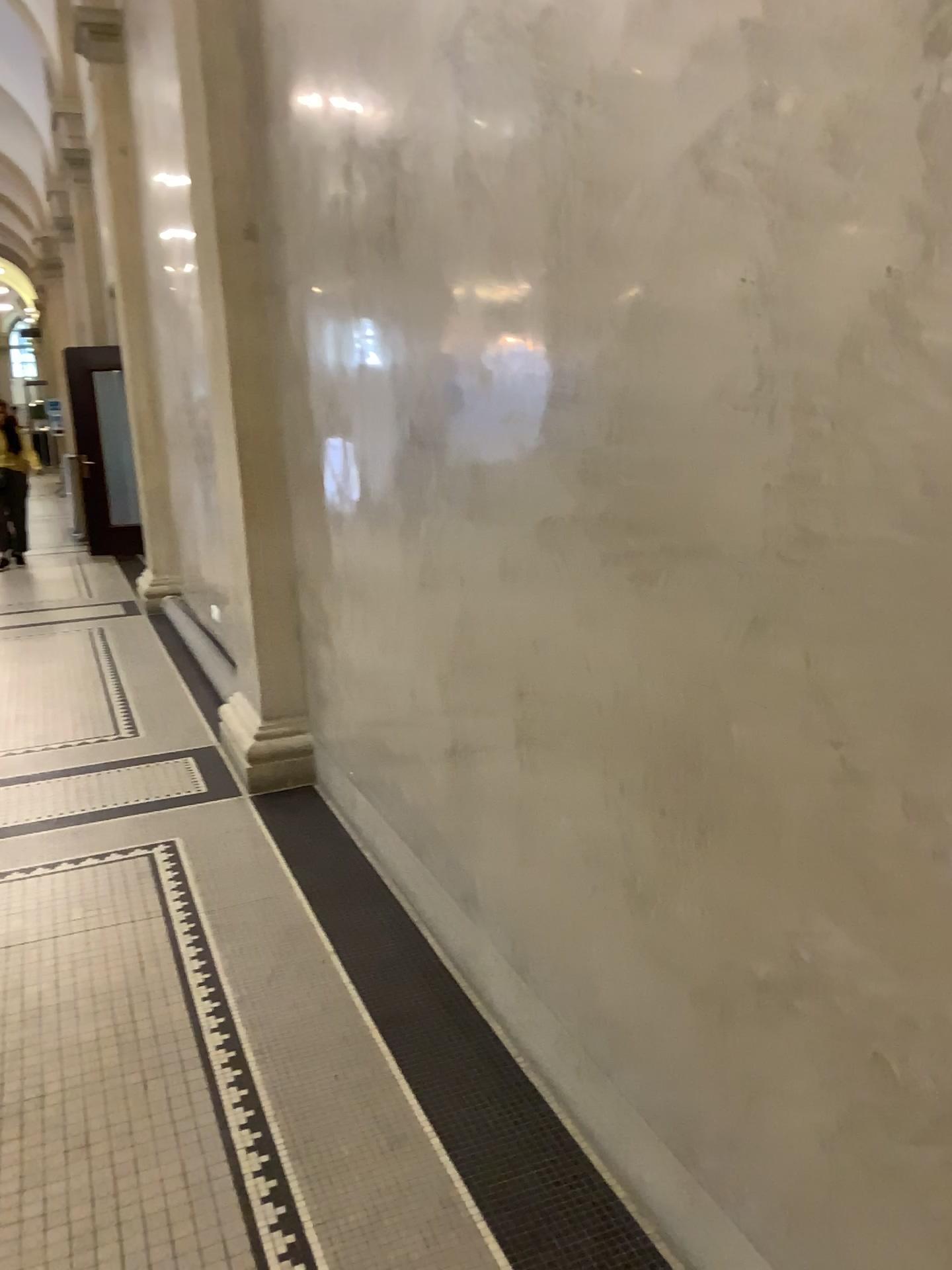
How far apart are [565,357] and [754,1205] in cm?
142

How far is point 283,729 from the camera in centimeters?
432cm

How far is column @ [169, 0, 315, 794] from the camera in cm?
403

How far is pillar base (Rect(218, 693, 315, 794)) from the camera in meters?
4.3

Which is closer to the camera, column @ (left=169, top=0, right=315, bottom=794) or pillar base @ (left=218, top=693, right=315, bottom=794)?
column @ (left=169, top=0, right=315, bottom=794)

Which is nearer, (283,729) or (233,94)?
(233,94)

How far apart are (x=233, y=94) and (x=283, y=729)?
2.5 meters
